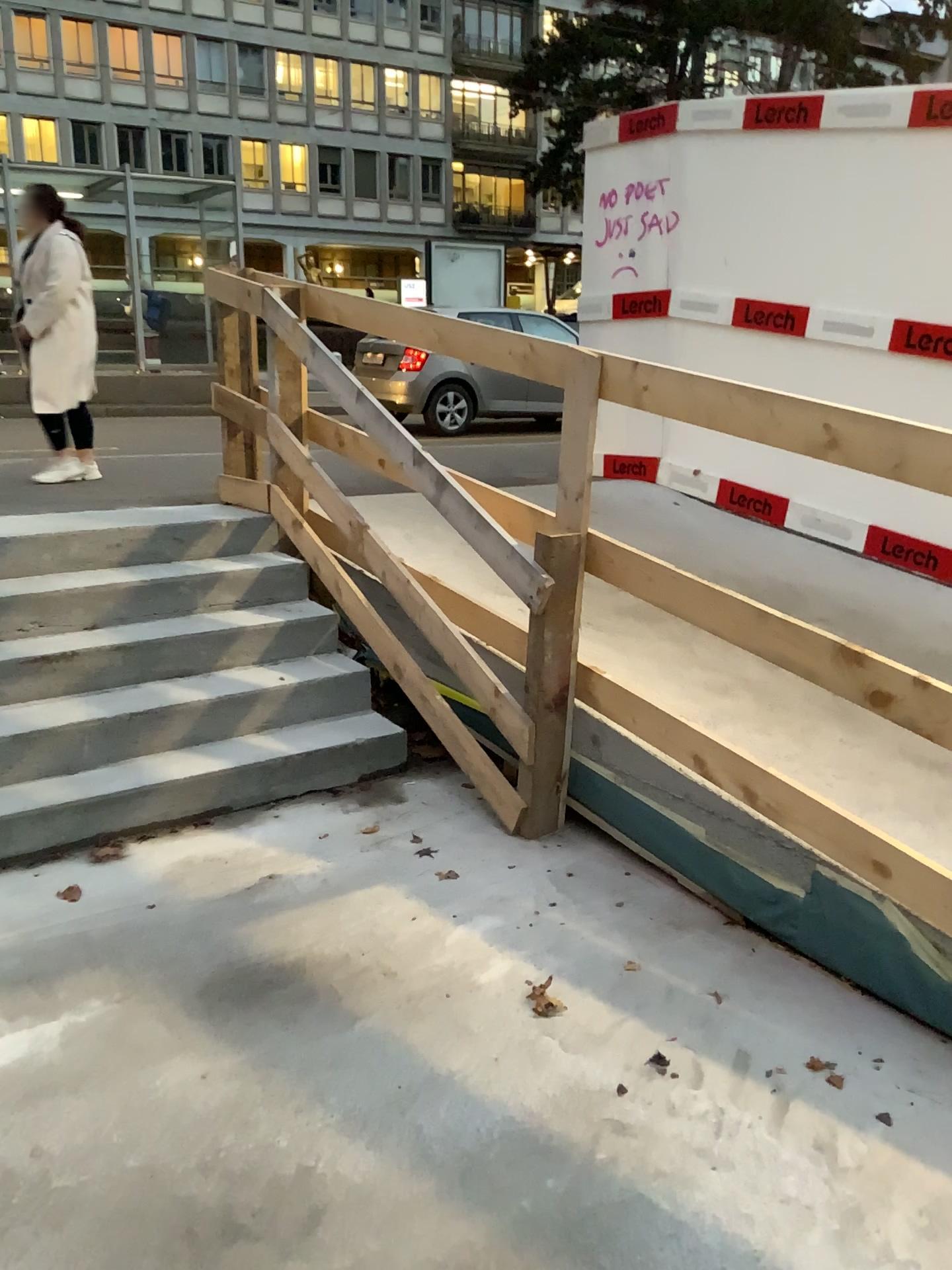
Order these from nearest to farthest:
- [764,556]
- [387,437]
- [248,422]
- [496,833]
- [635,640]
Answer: [496,833] < [387,437] < [635,640] < [248,422] < [764,556]
